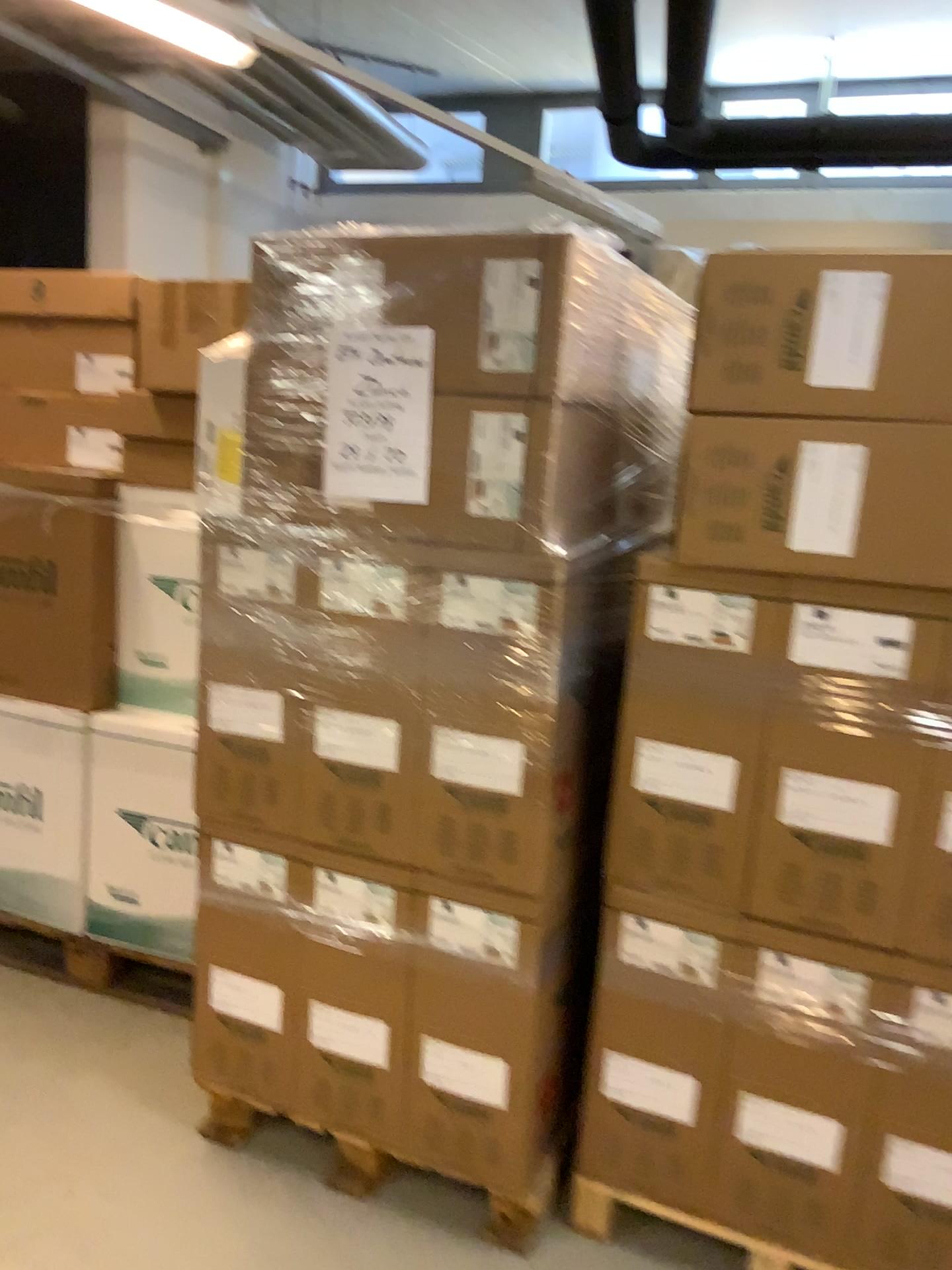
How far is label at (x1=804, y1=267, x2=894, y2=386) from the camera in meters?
1.6 m

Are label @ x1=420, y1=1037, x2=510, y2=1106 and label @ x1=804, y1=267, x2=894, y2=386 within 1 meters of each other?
no

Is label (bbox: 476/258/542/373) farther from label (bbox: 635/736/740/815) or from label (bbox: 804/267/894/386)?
label (bbox: 635/736/740/815)

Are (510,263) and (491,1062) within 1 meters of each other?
no

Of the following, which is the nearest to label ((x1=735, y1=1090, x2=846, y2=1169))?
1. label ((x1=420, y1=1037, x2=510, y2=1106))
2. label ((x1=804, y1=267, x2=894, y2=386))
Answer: label ((x1=420, y1=1037, x2=510, y2=1106))

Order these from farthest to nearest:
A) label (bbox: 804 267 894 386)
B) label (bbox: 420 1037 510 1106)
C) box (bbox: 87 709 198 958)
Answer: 1. box (bbox: 87 709 198 958)
2. label (bbox: 420 1037 510 1106)
3. label (bbox: 804 267 894 386)

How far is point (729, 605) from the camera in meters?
1.8 m

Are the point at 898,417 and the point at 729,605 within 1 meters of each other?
yes

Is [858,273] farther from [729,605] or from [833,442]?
[729,605]

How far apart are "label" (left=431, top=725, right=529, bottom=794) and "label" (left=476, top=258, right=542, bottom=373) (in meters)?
0.64
